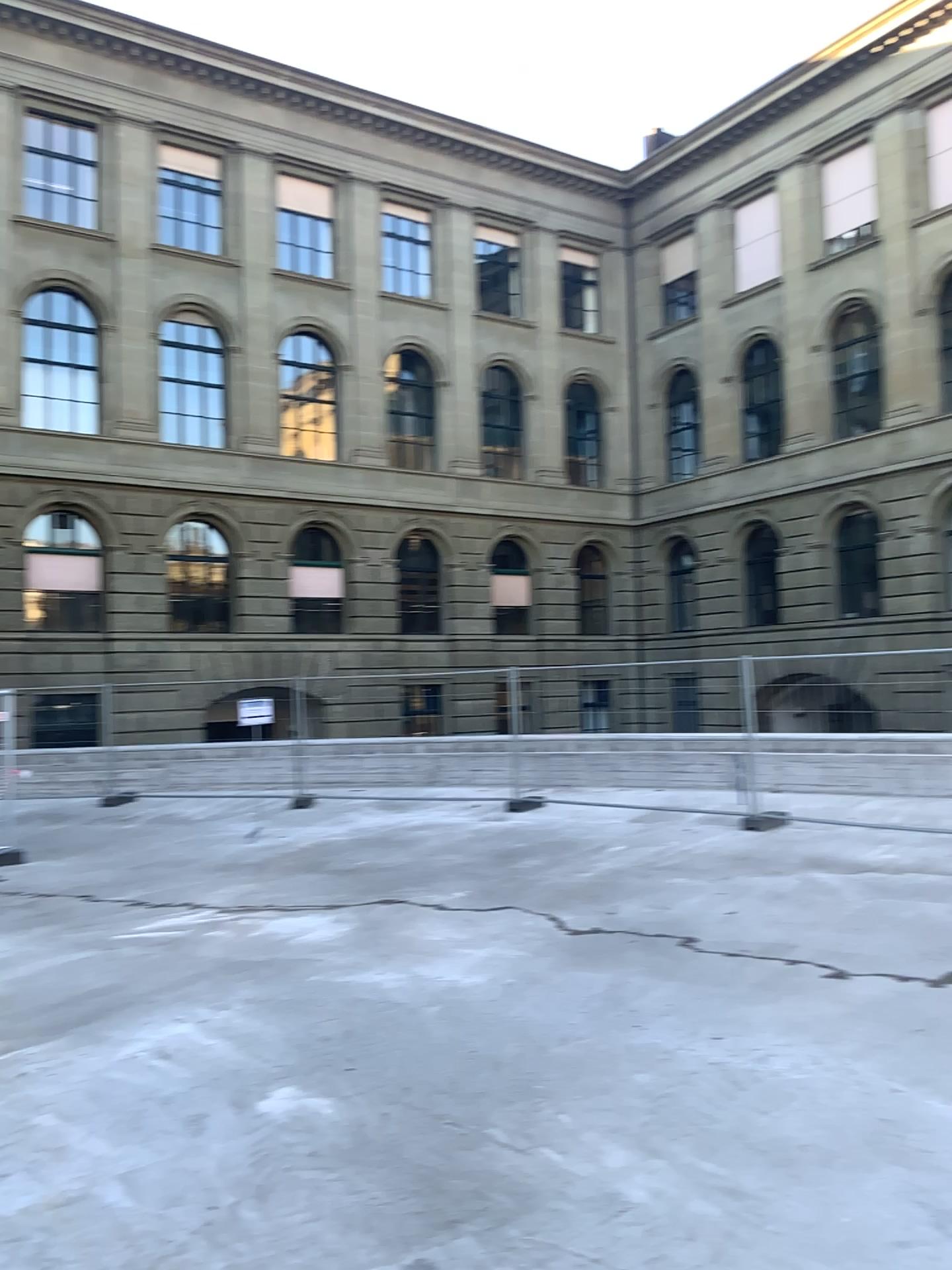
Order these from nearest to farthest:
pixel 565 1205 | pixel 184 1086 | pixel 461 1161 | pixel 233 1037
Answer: pixel 565 1205, pixel 461 1161, pixel 184 1086, pixel 233 1037
